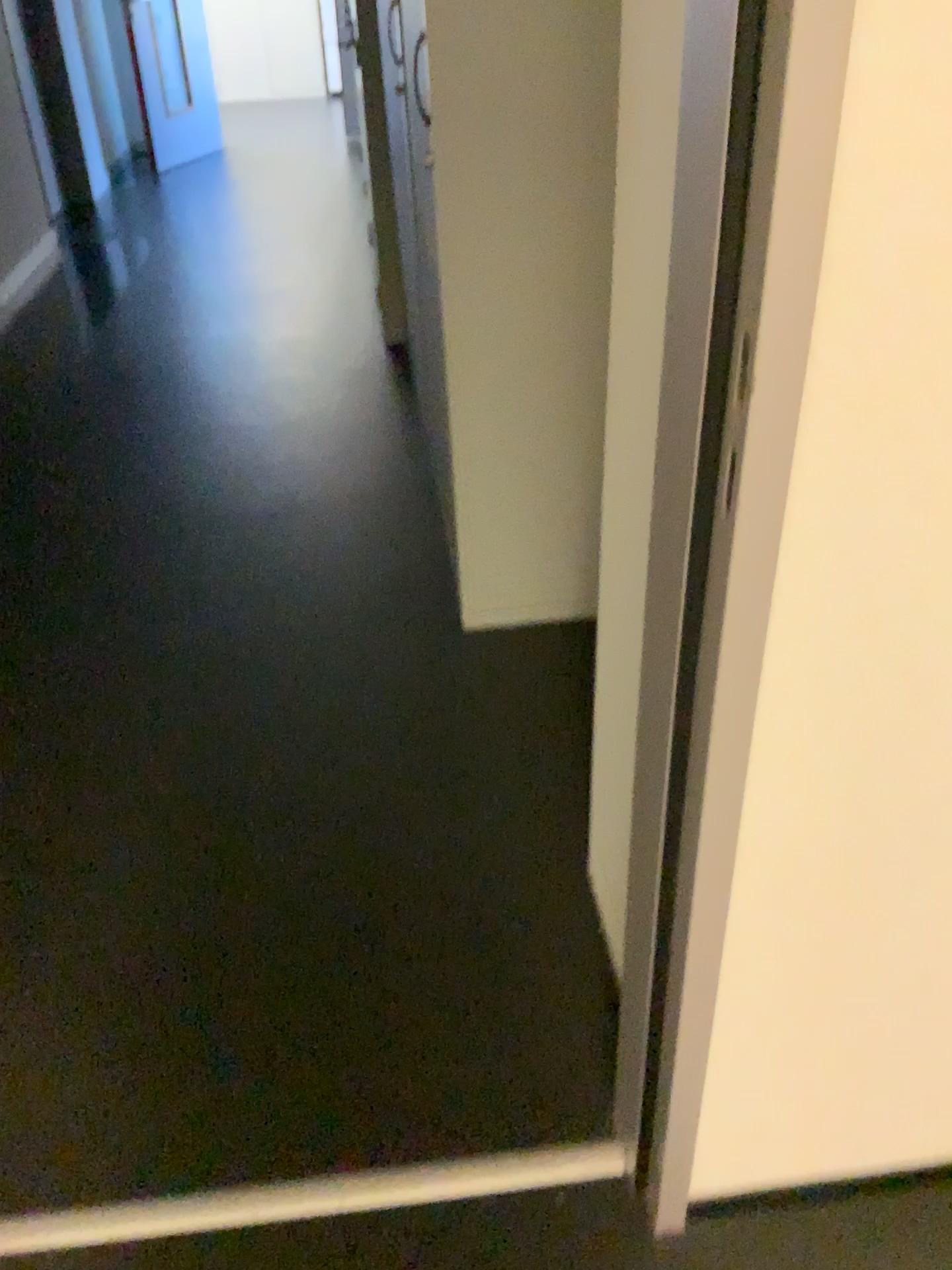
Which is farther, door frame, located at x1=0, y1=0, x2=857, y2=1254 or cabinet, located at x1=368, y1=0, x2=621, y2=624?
cabinet, located at x1=368, y1=0, x2=621, y2=624

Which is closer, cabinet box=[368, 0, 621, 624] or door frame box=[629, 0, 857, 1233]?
door frame box=[629, 0, 857, 1233]

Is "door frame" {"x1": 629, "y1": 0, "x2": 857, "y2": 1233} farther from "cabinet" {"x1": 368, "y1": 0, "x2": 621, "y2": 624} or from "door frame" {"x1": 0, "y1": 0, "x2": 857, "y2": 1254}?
"cabinet" {"x1": 368, "y1": 0, "x2": 621, "y2": 624}

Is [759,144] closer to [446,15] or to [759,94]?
[759,94]

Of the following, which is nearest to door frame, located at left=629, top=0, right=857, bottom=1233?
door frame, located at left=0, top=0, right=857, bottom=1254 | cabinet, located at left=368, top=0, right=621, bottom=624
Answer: door frame, located at left=0, top=0, right=857, bottom=1254

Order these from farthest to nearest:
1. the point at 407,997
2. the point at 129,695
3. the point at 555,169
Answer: the point at 129,695 < the point at 555,169 < the point at 407,997

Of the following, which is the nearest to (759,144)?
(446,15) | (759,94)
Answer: (759,94)

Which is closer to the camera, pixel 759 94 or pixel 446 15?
pixel 759 94
